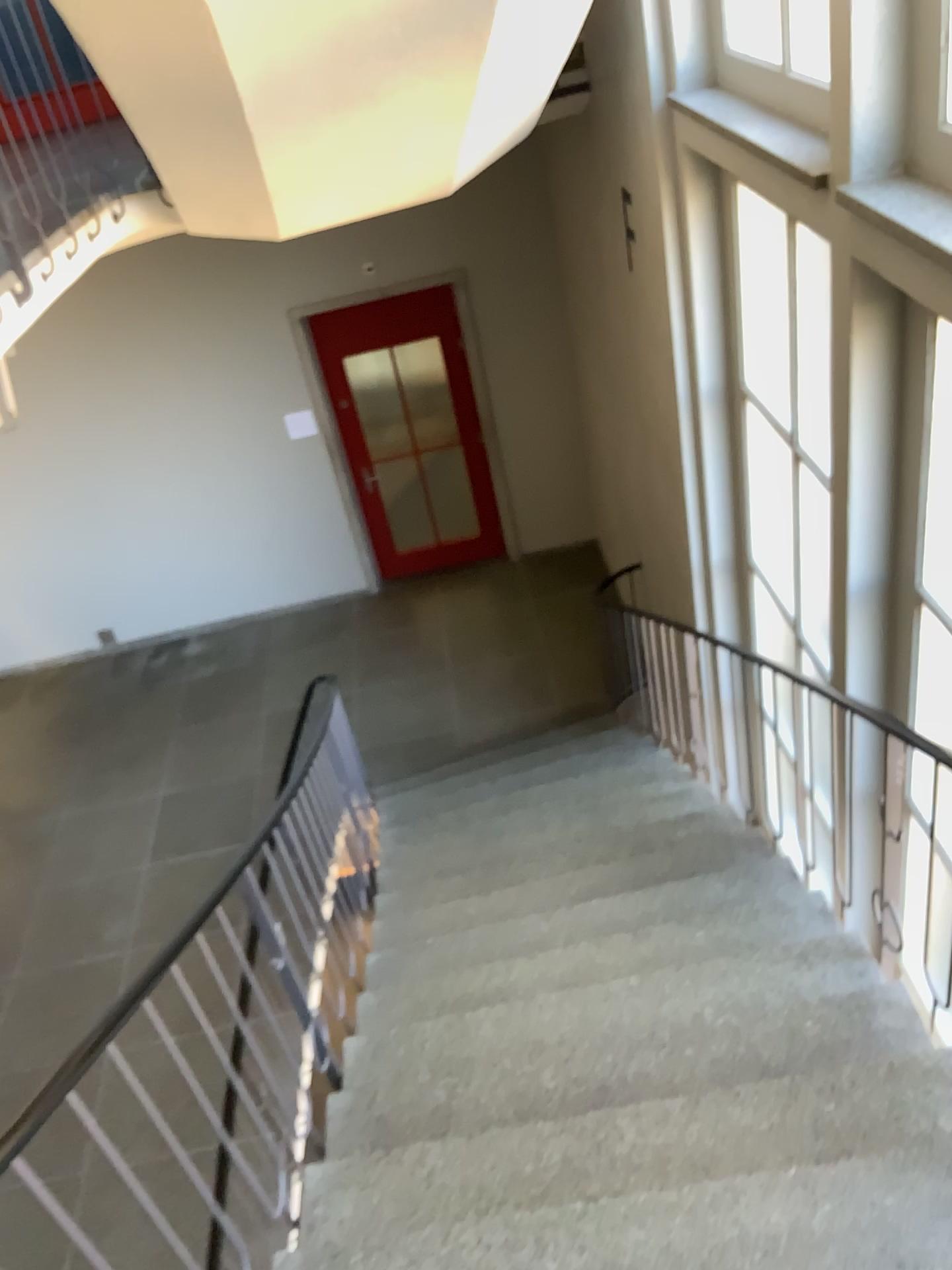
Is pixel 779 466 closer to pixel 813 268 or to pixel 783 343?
pixel 783 343

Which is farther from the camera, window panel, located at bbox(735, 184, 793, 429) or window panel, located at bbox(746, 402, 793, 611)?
window panel, located at bbox(746, 402, 793, 611)

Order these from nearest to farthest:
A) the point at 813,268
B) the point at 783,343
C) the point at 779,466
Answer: the point at 813,268 → the point at 783,343 → the point at 779,466

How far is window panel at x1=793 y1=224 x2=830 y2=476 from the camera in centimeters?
363cm

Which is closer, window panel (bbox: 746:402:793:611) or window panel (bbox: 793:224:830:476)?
window panel (bbox: 793:224:830:476)

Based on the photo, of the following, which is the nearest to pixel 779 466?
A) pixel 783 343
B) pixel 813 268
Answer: pixel 783 343

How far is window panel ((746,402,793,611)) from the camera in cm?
428

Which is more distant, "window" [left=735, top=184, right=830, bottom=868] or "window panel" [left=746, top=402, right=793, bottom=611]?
"window panel" [left=746, top=402, right=793, bottom=611]

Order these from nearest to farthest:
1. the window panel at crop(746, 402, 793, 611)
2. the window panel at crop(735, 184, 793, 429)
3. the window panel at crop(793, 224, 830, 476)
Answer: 1. the window panel at crop(793, 224, 830, 476)
2. the window panel at crop(735, 184, 793, 429)
3. the window panel at crop(746, 402, 793, 611)

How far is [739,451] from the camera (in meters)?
4.70
